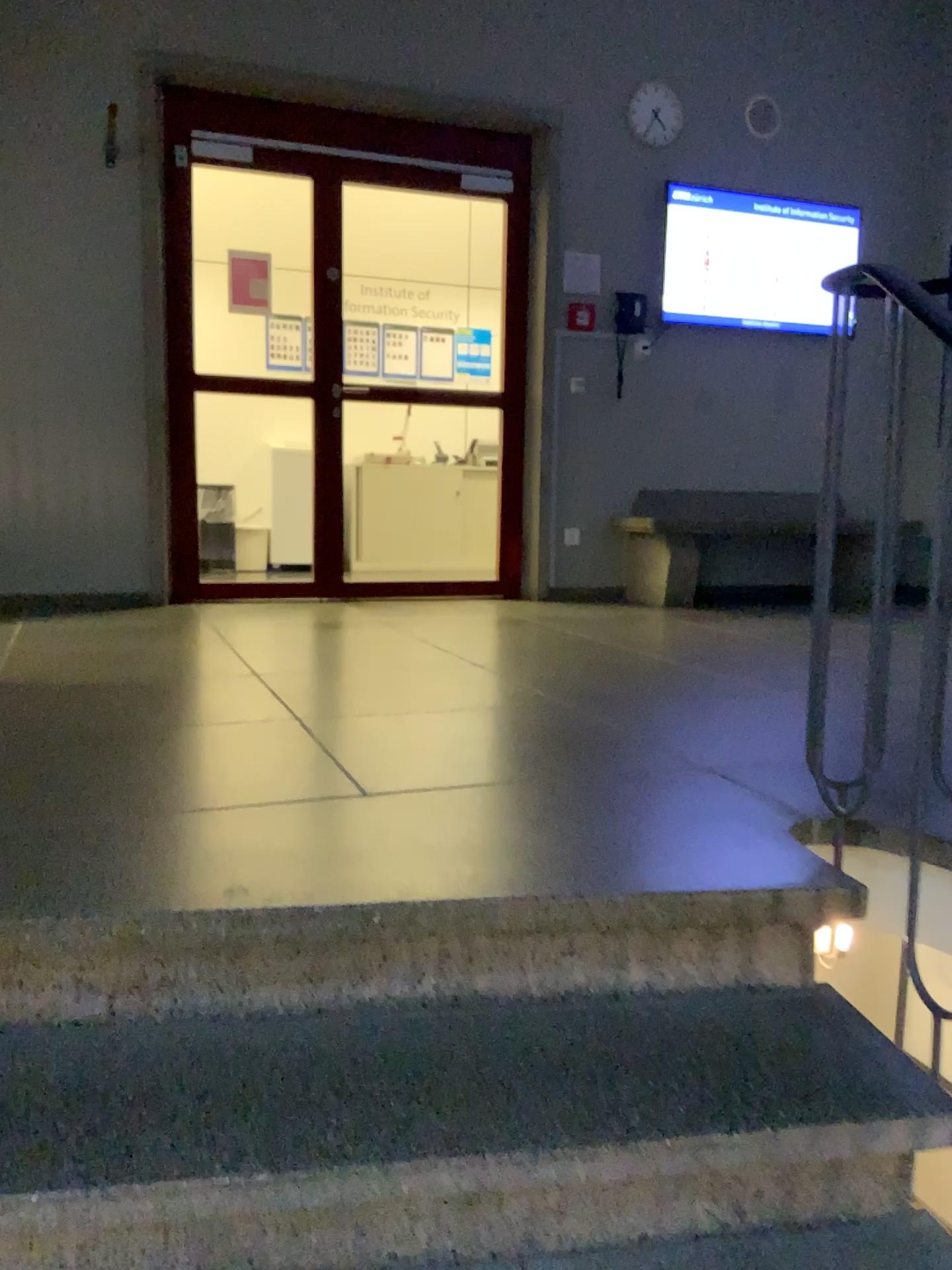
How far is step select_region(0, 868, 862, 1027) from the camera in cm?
142

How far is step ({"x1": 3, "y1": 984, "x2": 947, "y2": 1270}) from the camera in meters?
1.2

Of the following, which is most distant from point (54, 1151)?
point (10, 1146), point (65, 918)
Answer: point (65, 918)

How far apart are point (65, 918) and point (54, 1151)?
0.3 meters

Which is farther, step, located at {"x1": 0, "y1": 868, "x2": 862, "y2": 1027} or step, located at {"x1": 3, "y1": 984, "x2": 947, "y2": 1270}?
step, located at {"x1": 0, "y1": 868, "x2": 862, "y2": 1027}

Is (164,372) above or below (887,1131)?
above

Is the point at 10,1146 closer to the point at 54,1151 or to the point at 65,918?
the point at 54,1151
